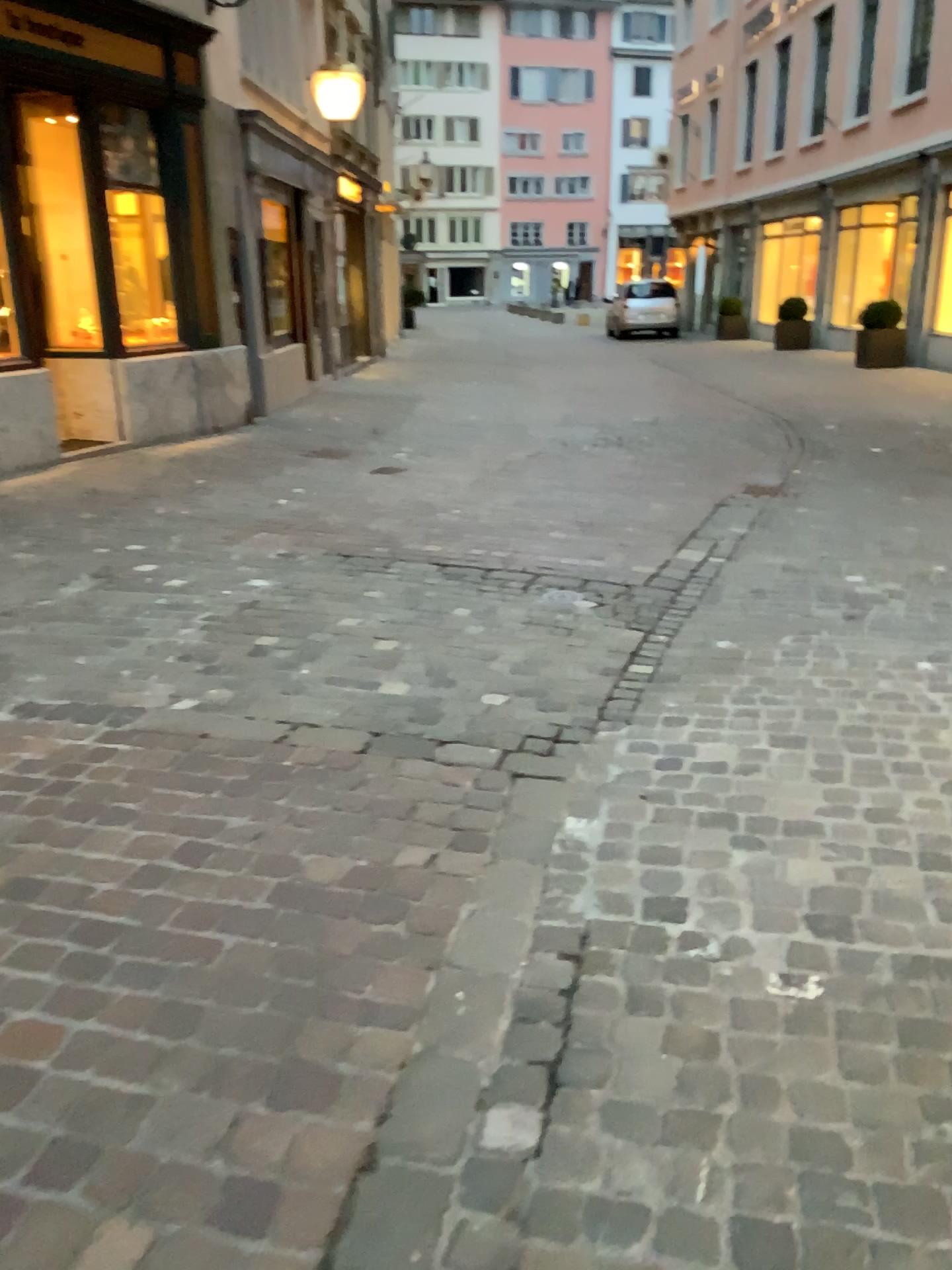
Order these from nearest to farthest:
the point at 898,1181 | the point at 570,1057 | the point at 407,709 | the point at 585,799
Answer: the point at 898,1181 → the point at 570,1057 → the point at 585,799 → the point at 407,709
